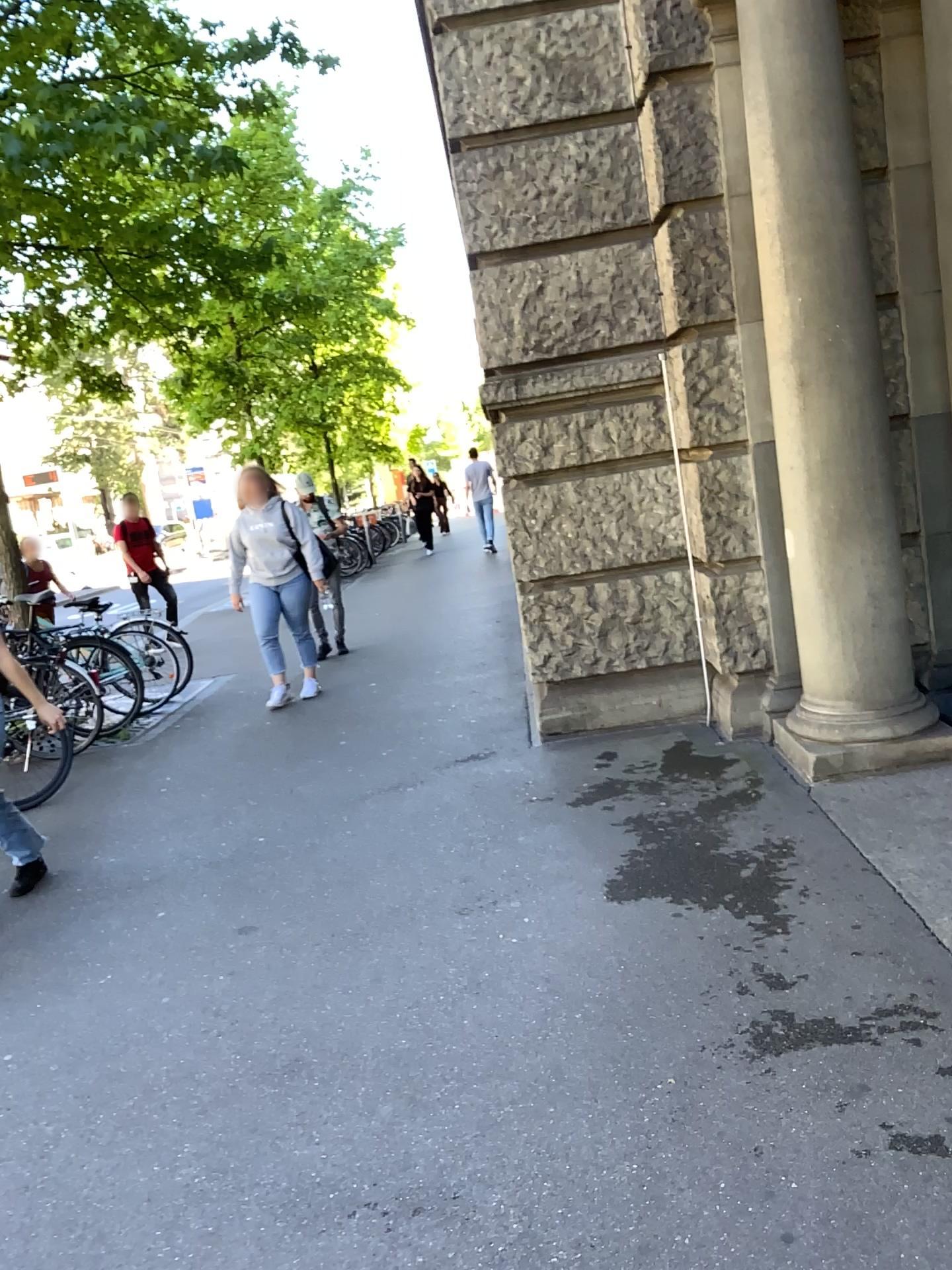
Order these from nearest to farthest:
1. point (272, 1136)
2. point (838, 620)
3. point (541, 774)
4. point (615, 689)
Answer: point (272, 1136) < point (838, 620) < point (541, 774) < point (615, 689)

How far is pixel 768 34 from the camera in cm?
378

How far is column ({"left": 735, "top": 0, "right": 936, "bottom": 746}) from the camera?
3.78m
